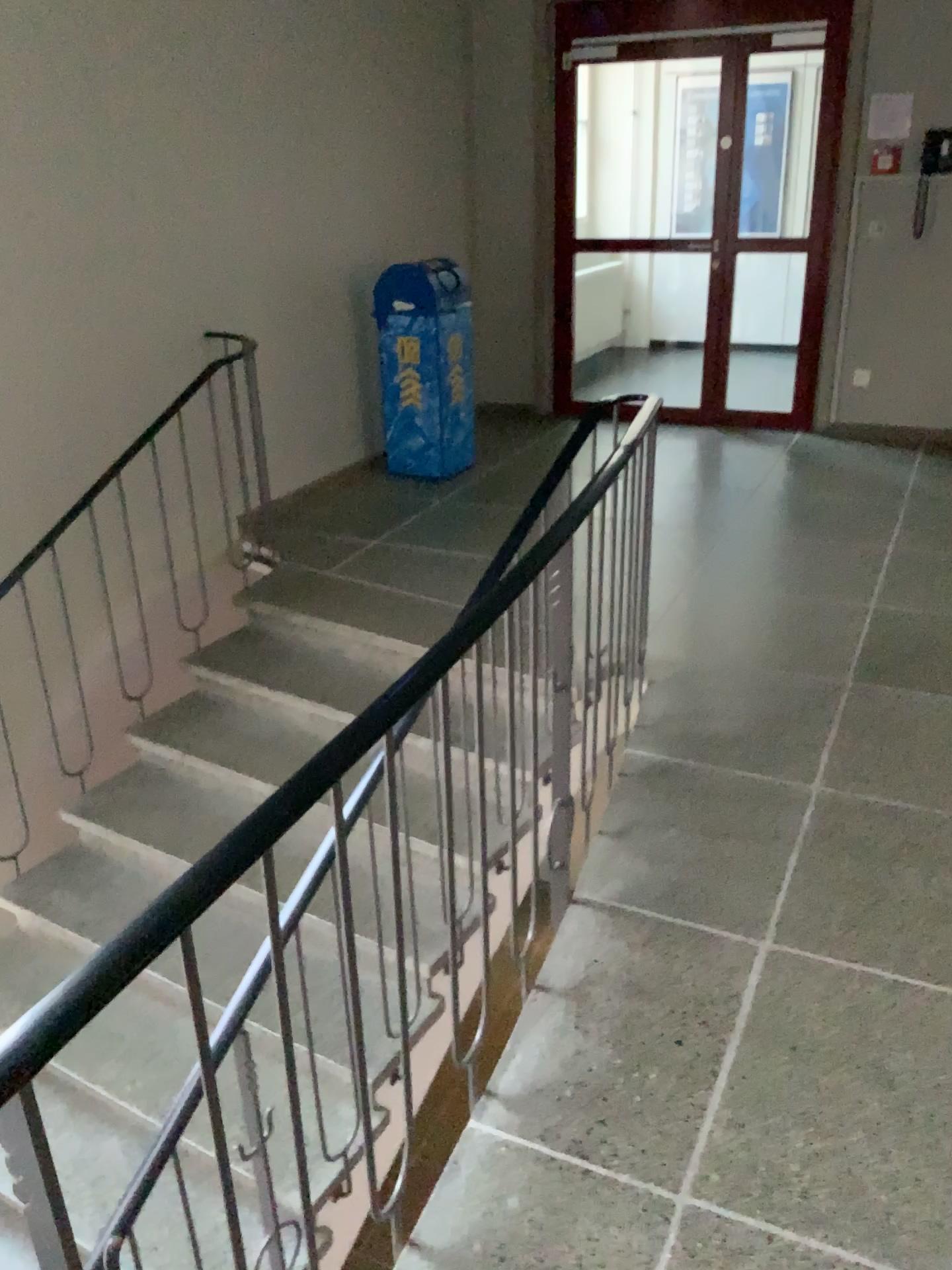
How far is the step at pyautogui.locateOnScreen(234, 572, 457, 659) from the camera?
4.0 meters

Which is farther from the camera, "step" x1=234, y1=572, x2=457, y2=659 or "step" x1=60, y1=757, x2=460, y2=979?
"step" x1=234, y1=572, x2=457, y2=659

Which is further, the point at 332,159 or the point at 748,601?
the point at 332,159

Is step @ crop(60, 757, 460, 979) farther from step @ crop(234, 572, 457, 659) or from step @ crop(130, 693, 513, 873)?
step @ crop(234, 572, 457, 659)

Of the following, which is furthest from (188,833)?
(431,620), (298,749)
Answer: (431,620)

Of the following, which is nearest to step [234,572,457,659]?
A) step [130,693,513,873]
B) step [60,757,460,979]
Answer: step [130,693,513,873]

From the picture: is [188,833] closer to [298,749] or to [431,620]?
[298,749]

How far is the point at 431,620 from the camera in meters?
4.0 m

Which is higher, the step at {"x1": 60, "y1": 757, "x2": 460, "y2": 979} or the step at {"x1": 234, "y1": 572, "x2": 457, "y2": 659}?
the step at {"x1": 234, "y1": 572, "x2": 457, "y2": 659}
